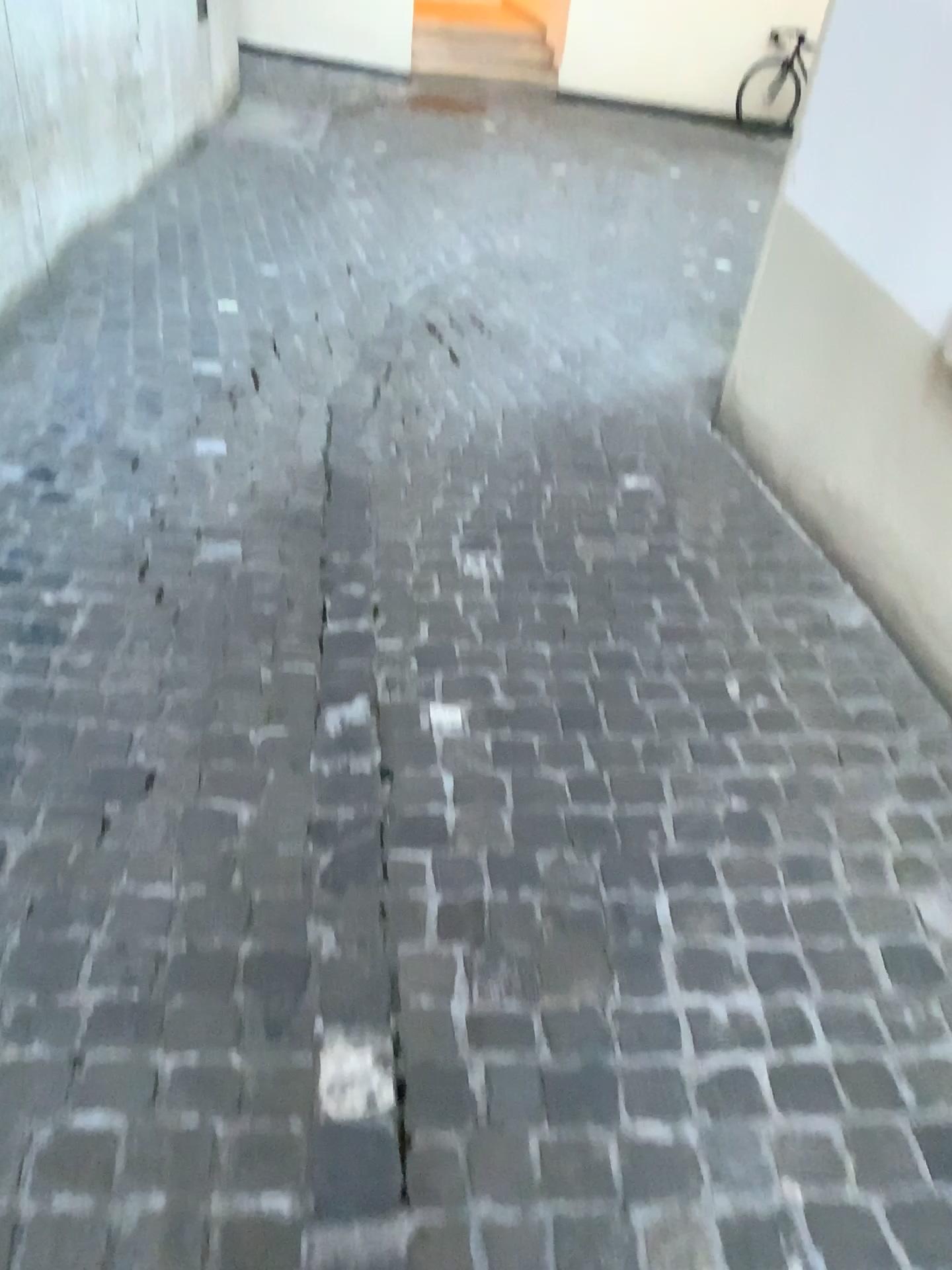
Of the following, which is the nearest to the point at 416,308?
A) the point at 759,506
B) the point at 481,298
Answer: the point at 481,298
